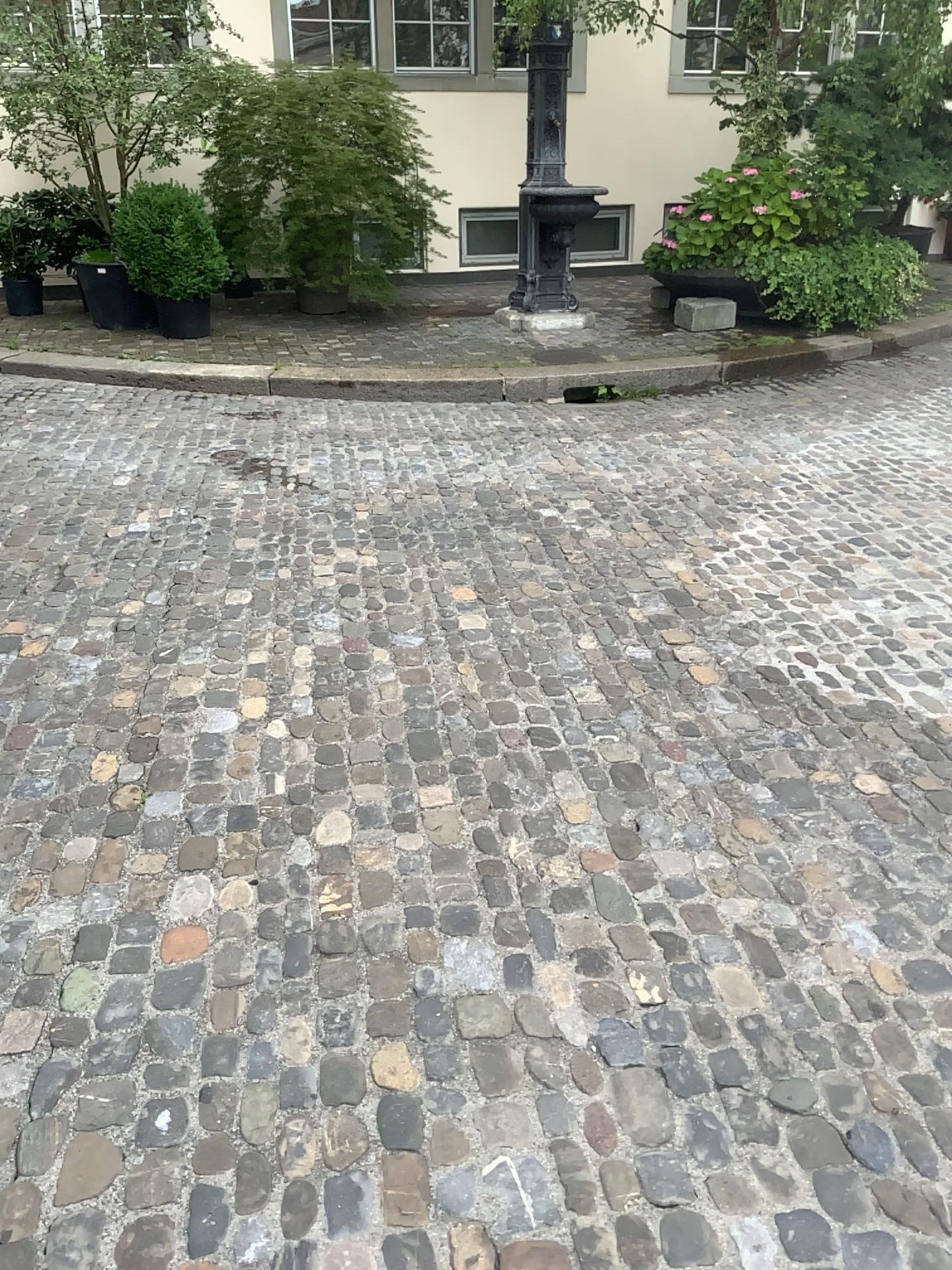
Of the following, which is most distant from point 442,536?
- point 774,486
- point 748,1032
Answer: point 748,1032
